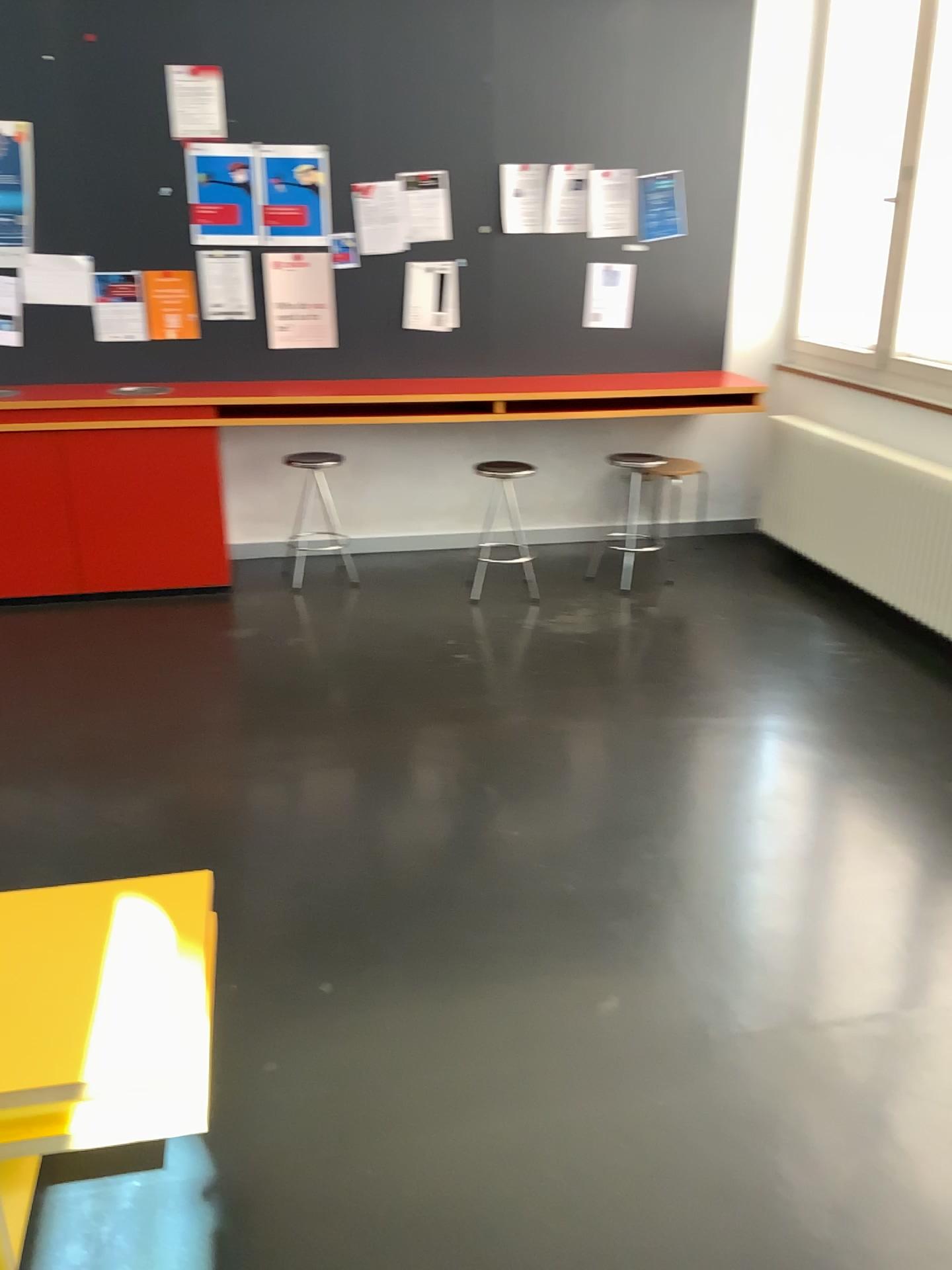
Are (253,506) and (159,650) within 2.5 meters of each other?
yes
